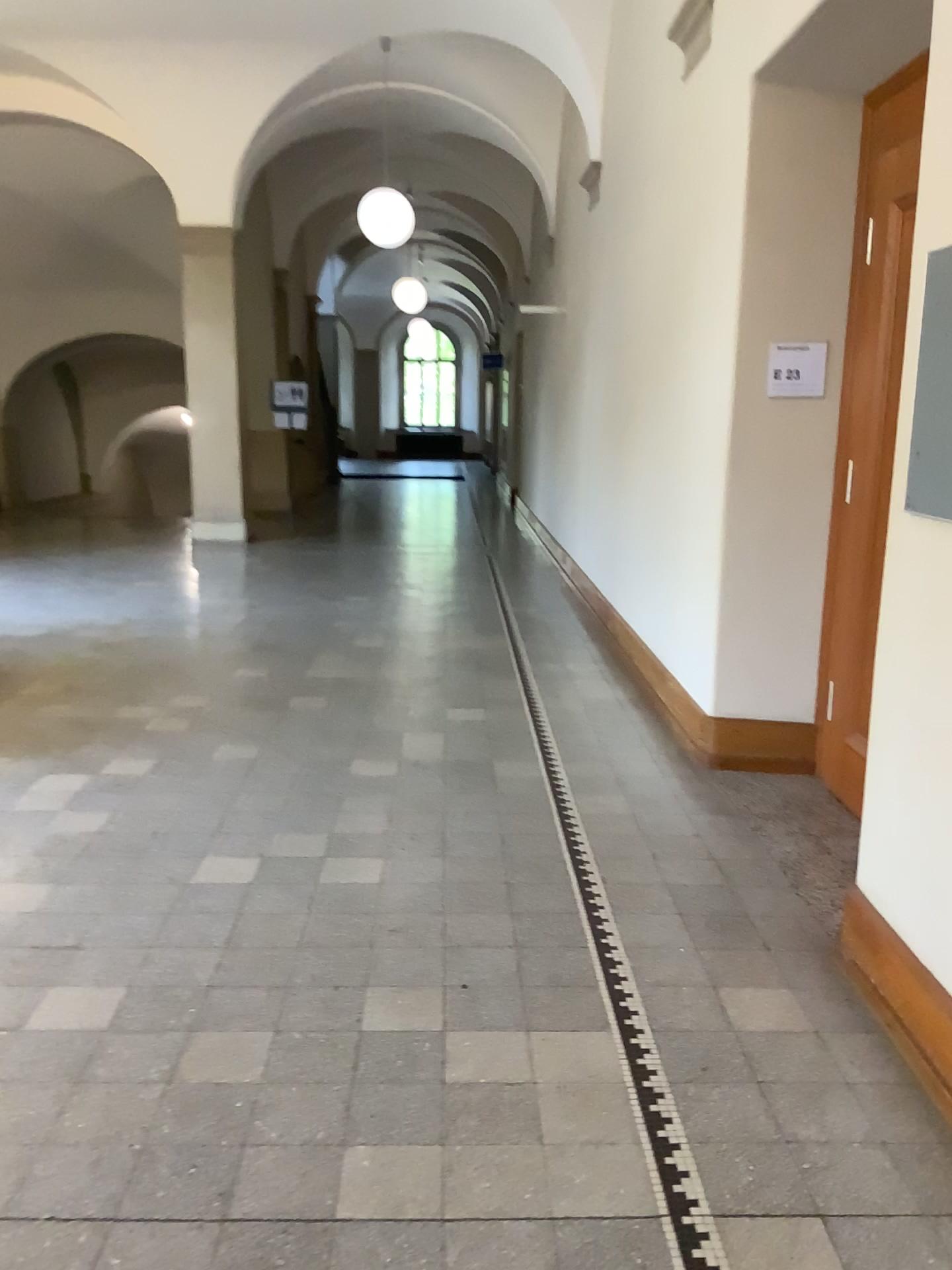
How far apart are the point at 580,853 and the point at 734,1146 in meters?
1.4 m

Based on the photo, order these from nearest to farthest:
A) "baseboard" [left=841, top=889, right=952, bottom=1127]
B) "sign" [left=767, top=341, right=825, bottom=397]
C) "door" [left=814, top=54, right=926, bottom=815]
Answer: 1. "baseboard" [left=841, top=889, right=952, bottom=1127]
2. "door" [left=814, top=54, right=926, bottom=815]
3. "sign" [left=767, top=341, right=825, bottom=397]

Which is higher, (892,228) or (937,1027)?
(892,228)

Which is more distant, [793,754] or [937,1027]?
[793,754]

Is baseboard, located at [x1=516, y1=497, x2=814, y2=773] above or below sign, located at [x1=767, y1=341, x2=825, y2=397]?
below

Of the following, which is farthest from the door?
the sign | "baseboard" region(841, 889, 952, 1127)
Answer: "baseboard" region(841, 889, 952, 1127)

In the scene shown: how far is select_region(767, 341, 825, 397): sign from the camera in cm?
414

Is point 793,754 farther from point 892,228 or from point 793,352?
point 892,228

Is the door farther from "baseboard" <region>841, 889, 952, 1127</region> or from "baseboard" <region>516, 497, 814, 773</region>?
"baseboard" <region>841, 889, 952, 1127</region>

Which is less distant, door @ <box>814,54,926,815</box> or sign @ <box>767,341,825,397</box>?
door @ <box>814,54,926,815</box>
